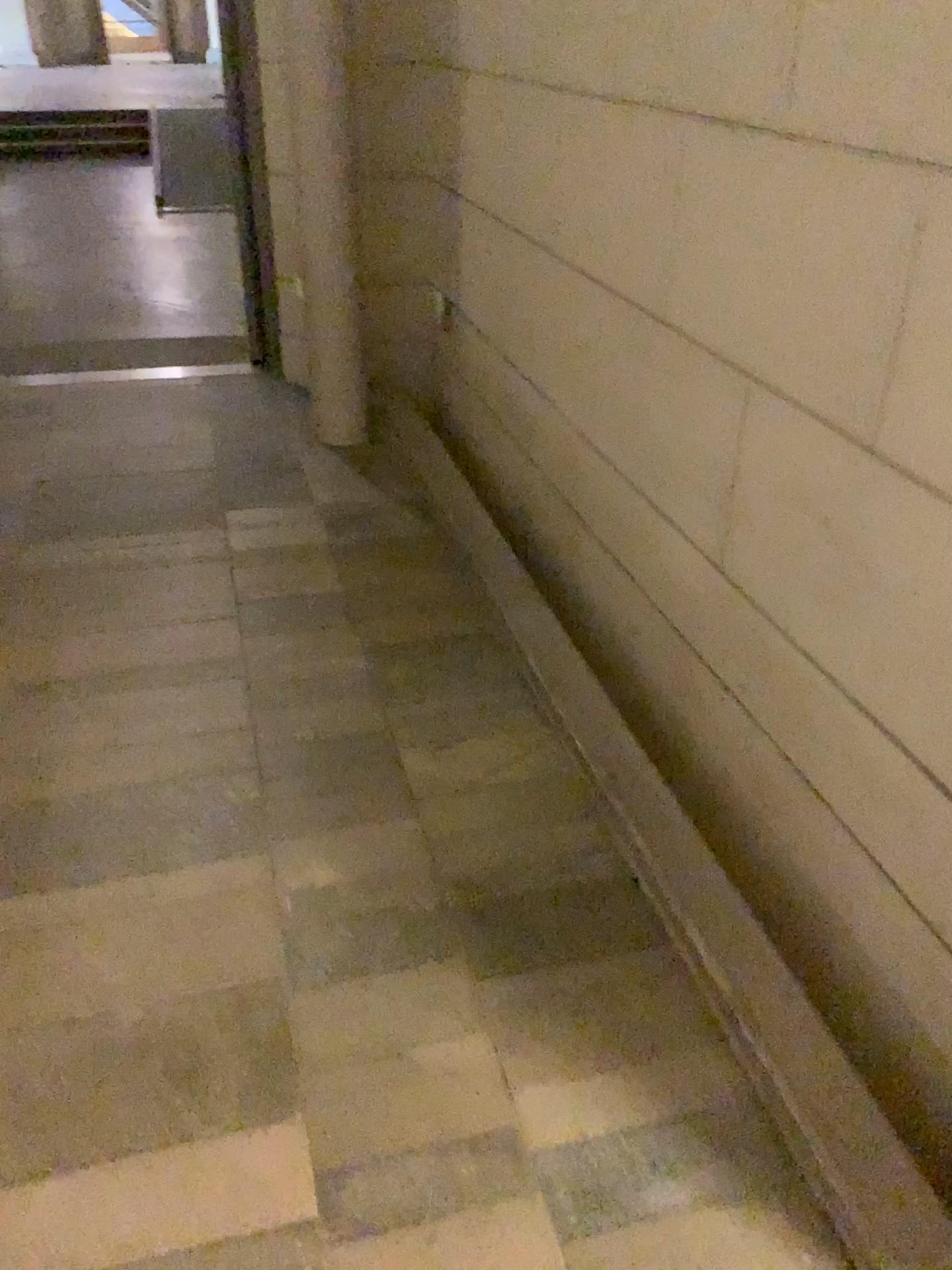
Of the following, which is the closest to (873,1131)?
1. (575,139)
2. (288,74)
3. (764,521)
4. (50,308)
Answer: (764,521)
